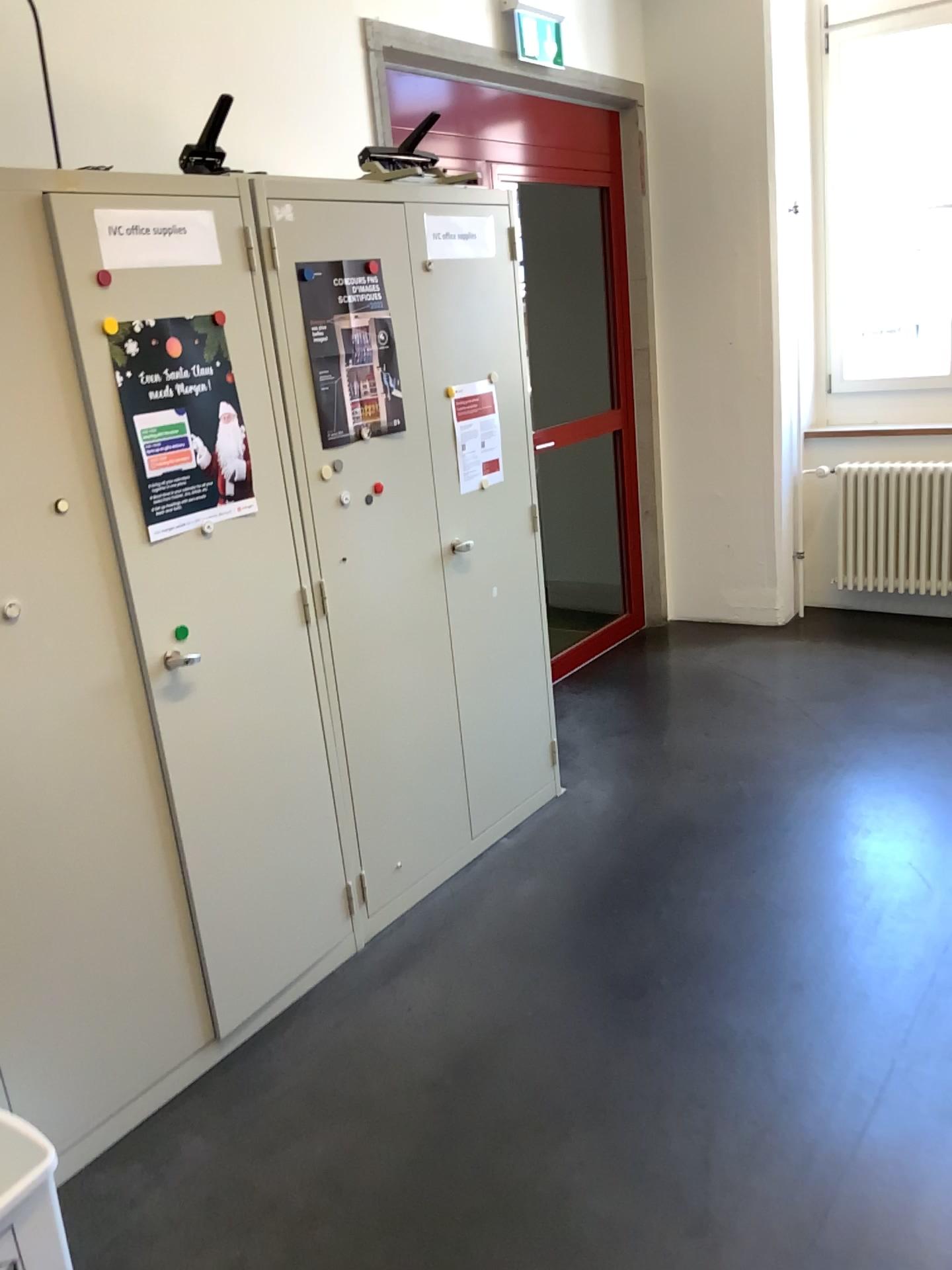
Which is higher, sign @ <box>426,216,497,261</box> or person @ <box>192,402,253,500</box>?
sign @ <box>426,216,497,261</box>

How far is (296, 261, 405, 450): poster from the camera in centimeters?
247cm

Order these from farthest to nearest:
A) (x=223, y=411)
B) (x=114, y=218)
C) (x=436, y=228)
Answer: (x=436, y=228) < (x=223, y=411) < (x=114, y=218)

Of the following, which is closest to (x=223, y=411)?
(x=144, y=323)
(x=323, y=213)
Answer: (x=144, y=323)

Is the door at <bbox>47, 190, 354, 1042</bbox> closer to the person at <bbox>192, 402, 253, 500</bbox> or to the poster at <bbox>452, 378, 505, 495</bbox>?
the person at <bbox>192, 402, 253, 500</bbox>

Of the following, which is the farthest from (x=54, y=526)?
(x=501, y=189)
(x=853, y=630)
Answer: (x=853, y=630)

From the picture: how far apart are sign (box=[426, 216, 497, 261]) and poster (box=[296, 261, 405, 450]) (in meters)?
0.28

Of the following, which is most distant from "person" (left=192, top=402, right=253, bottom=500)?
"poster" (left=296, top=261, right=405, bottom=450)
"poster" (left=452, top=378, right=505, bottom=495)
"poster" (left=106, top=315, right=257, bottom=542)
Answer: "poster" (left=452, top=378, right=505, bottom=495)

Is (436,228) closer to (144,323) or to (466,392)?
(466,392)

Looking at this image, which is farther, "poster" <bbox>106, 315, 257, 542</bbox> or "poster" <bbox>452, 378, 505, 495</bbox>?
"poster" <bbox>452, 378, 505, 495</bbox>
